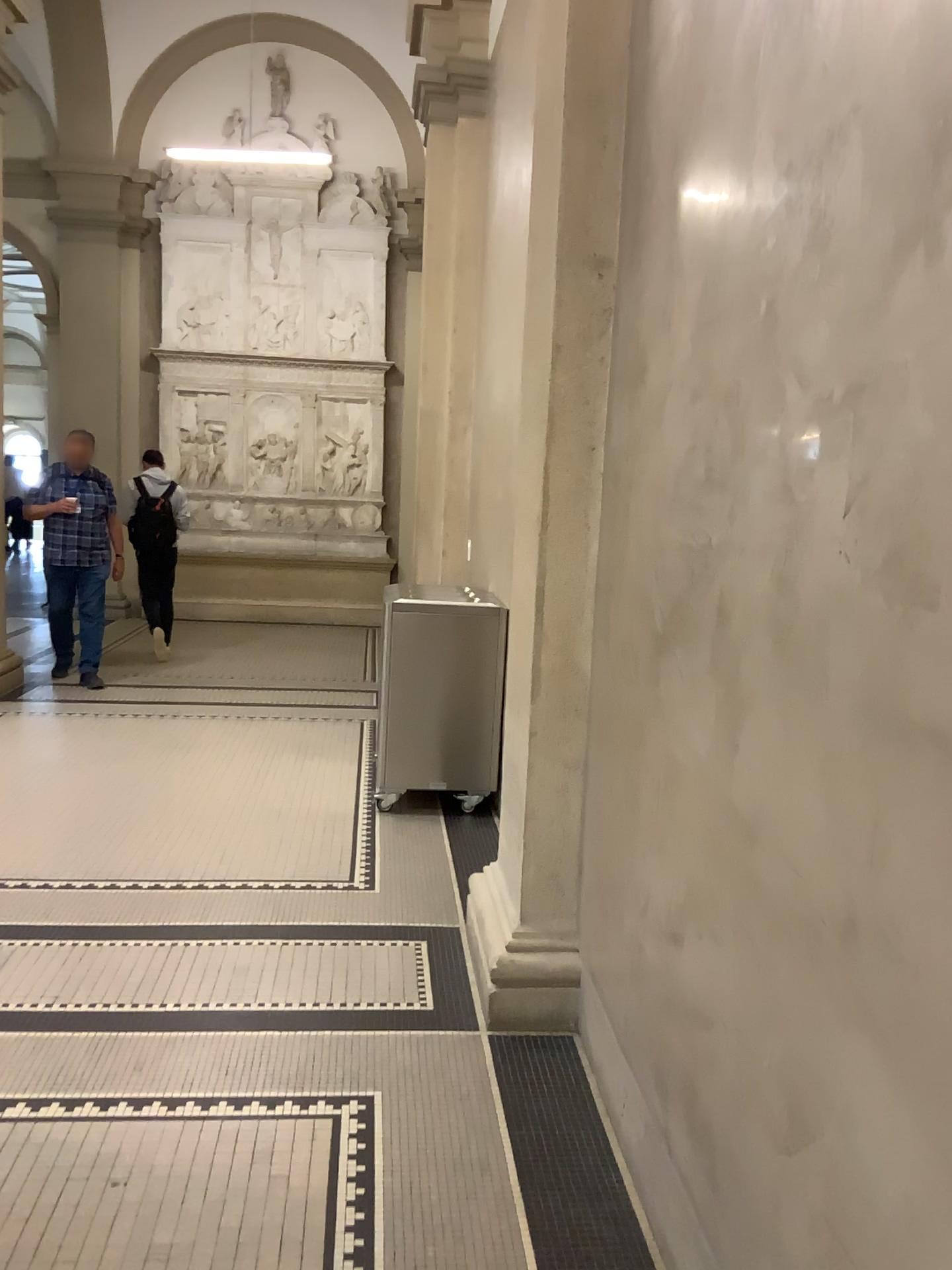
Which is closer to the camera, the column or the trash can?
the column

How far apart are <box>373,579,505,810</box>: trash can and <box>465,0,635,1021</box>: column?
1.7 meters

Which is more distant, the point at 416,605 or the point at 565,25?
the point at 416,605

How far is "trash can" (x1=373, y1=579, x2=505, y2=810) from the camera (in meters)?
4.88

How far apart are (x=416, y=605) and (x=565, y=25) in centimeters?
259cm

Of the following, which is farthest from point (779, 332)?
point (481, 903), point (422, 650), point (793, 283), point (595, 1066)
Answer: point (422, 650)

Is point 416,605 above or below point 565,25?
below

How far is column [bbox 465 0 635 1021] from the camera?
2.8m
